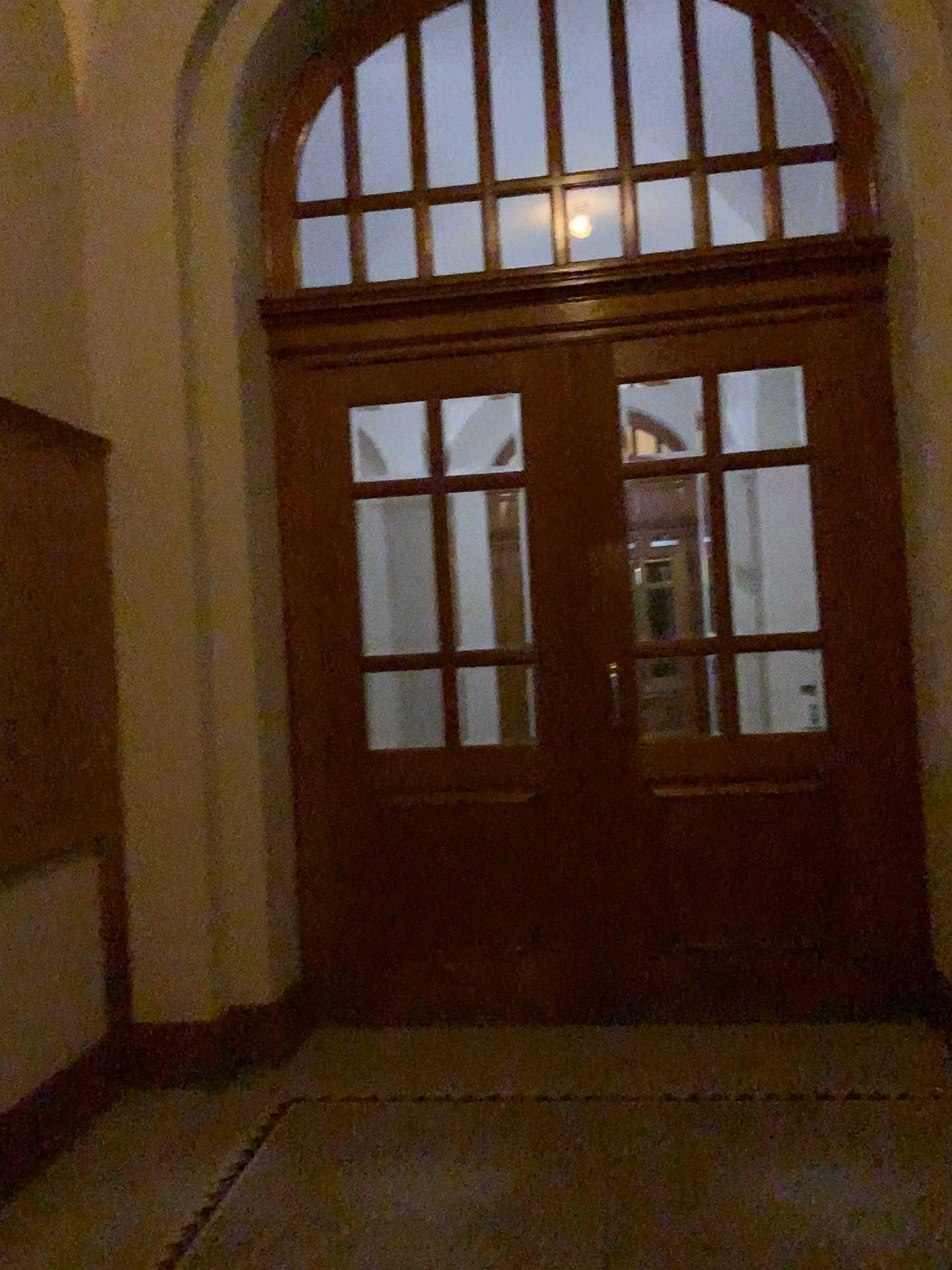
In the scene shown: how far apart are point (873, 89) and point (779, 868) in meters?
2.8 m
